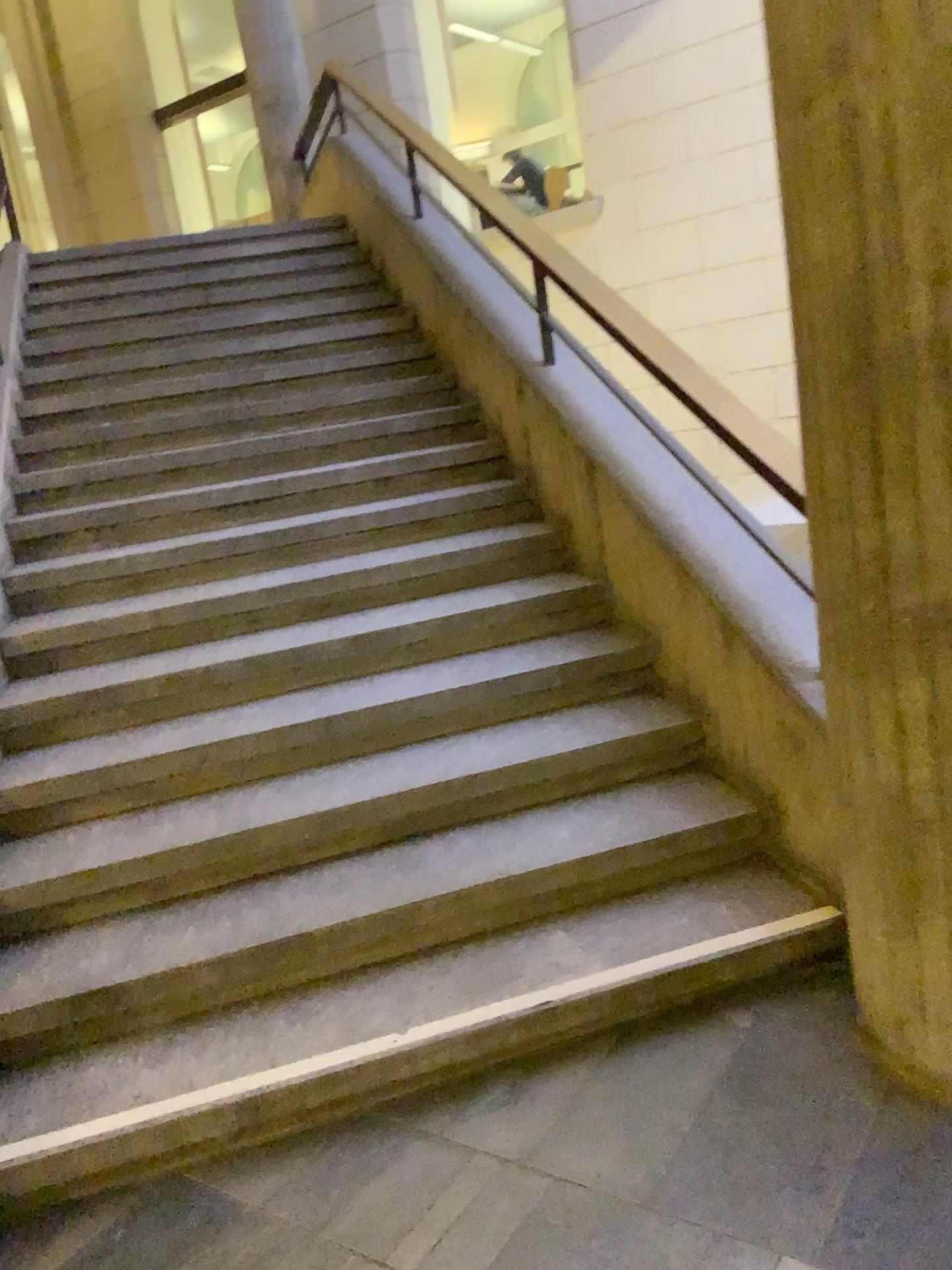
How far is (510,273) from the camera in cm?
410

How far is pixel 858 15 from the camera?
1.6m

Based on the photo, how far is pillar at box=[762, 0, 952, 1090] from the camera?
1.6 meters
